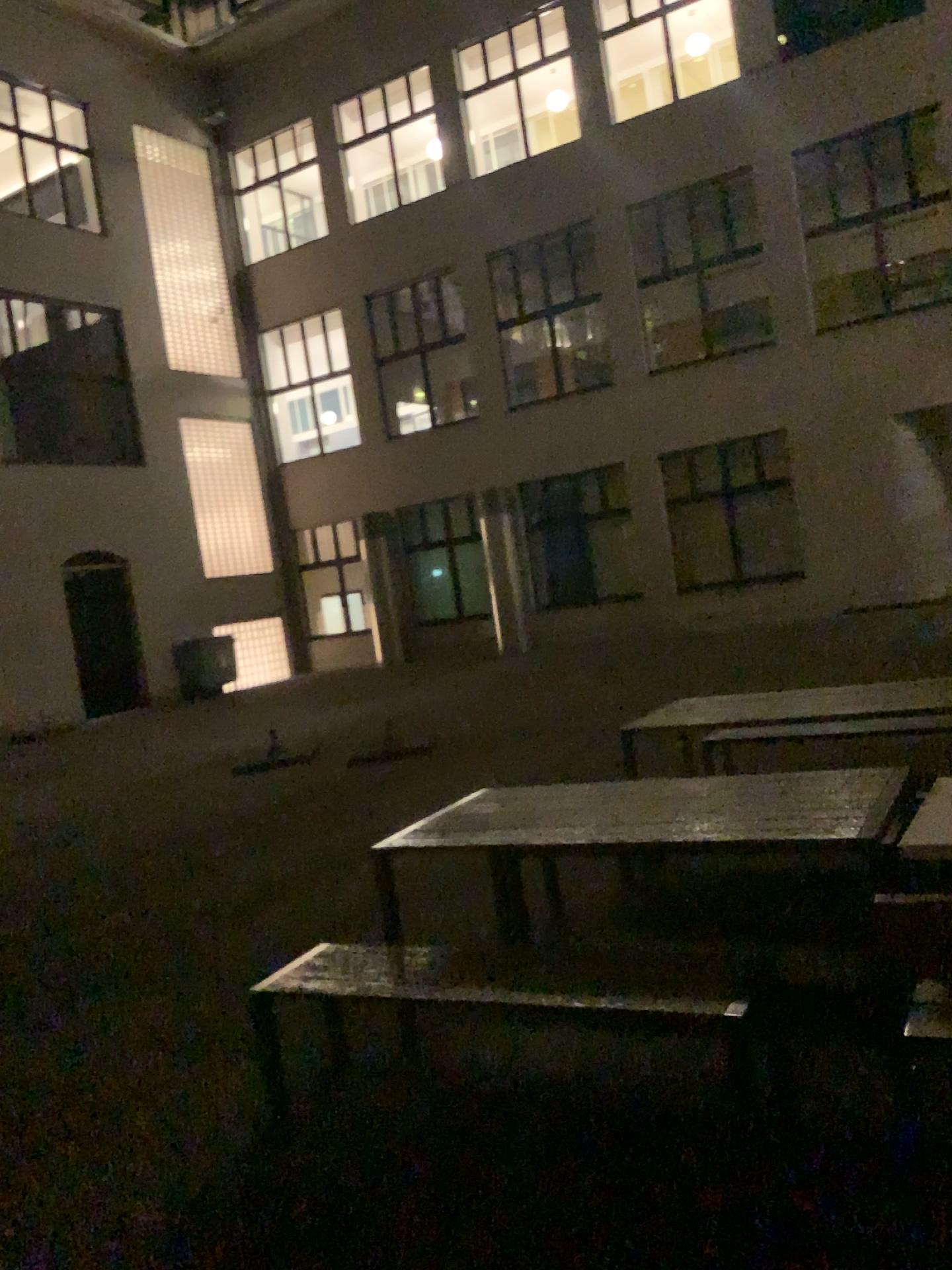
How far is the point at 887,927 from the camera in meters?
2.4 m
